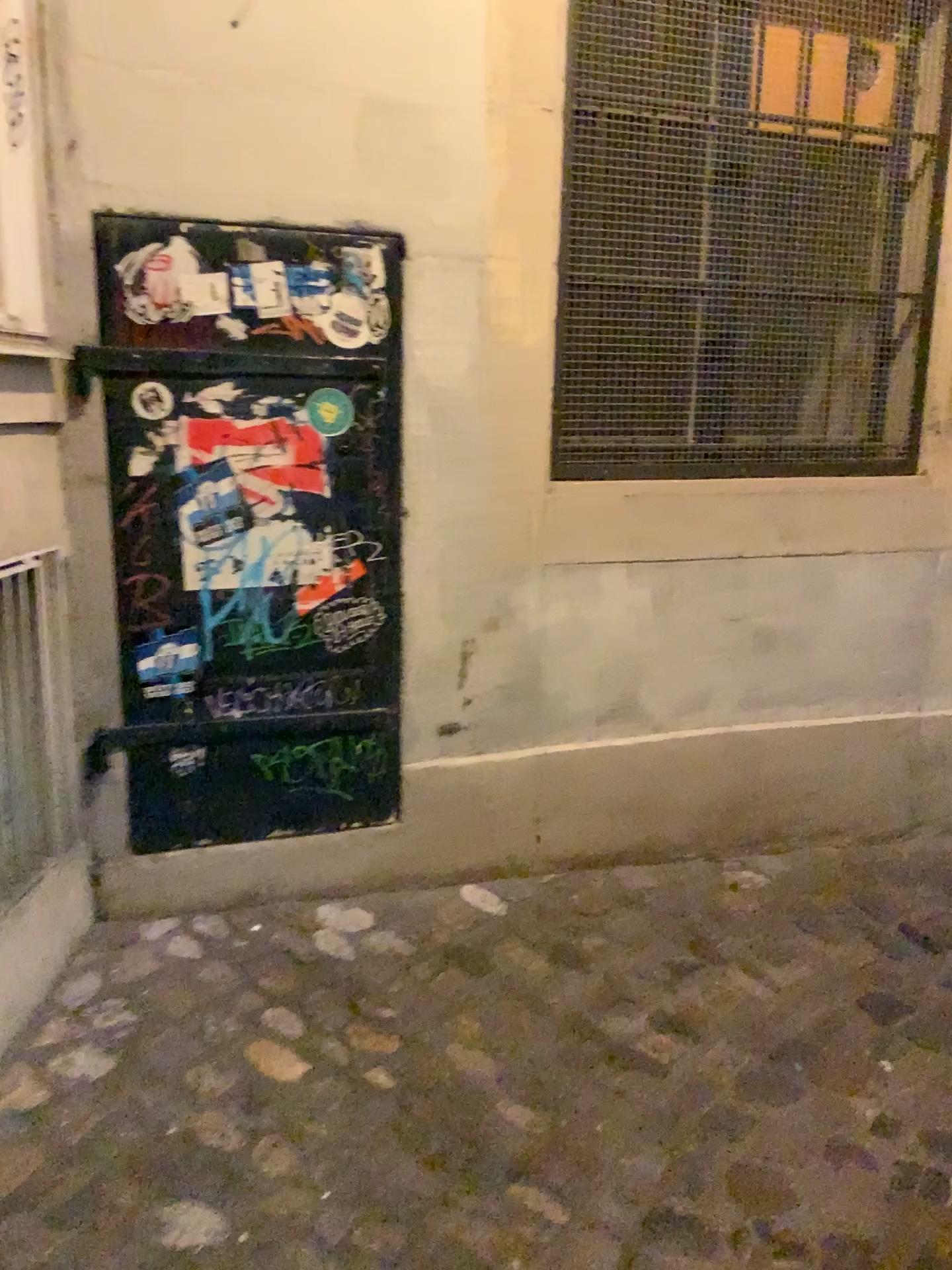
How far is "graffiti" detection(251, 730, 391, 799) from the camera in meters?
2.3 m

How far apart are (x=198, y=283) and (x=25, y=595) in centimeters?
68cm

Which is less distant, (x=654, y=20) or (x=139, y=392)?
(x=139, y=392)

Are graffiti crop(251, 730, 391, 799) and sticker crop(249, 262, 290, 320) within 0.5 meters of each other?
no

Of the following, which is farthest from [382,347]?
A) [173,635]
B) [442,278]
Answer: [173,635]

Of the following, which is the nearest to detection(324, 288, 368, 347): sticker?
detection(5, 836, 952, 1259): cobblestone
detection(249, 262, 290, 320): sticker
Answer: detection(249, 262, 290, 320): sticker

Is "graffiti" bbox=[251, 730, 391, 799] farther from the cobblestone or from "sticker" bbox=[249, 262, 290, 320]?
"sticker" bbox=[249, 262, 290, 320]

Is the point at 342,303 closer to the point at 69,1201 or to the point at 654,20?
the point at 654,20

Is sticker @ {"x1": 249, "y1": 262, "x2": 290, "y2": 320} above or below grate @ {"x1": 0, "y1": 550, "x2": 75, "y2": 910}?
above

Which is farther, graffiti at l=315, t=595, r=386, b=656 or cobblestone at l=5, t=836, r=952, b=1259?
graffiti at l=315, t=595, r=386, b=656
